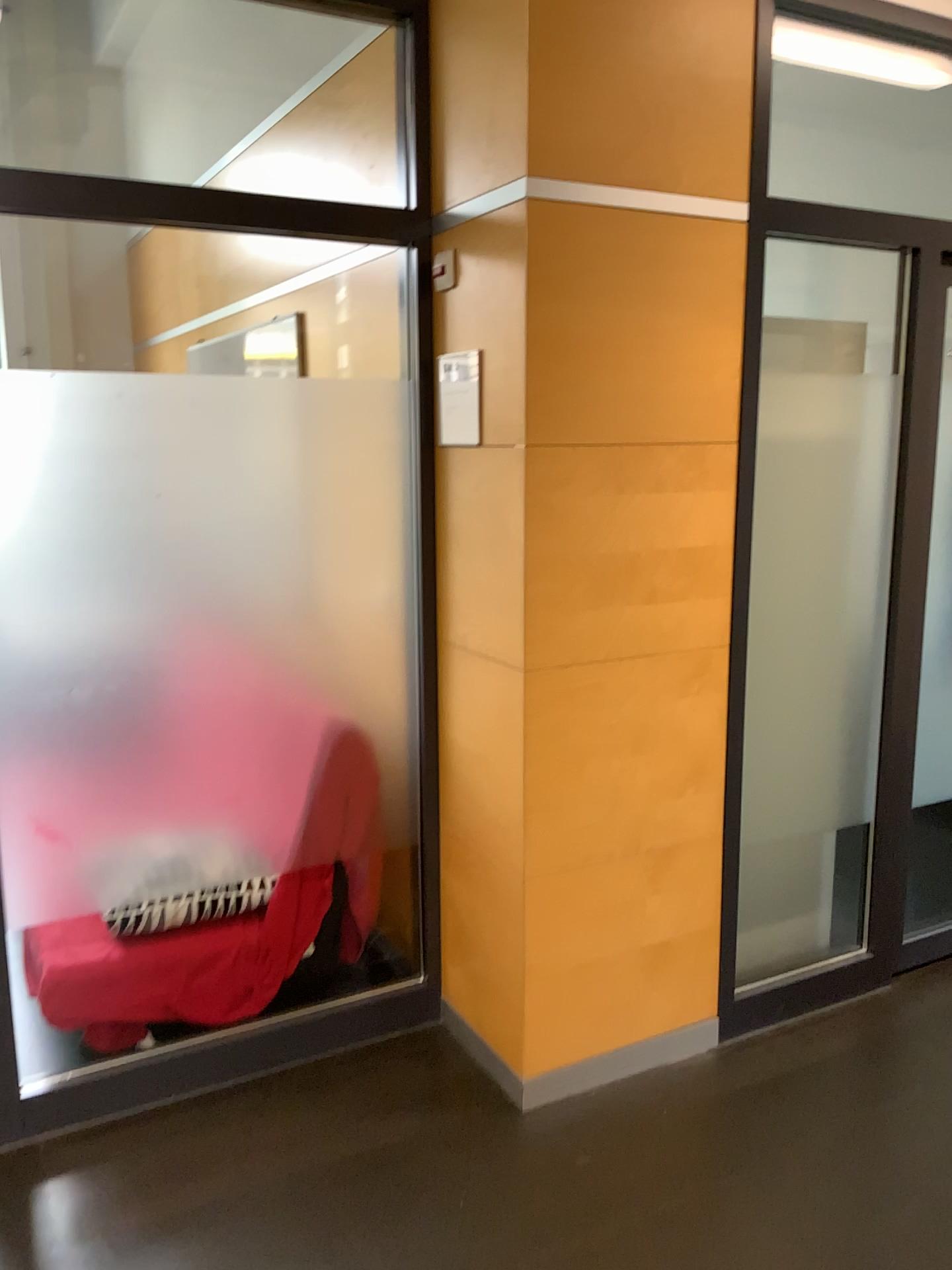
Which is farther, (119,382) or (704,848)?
(704,848)

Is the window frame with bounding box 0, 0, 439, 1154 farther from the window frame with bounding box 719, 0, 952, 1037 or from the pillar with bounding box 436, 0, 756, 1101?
the window frame with bounding box 719, 0, 952, 1037

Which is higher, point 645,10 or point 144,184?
point 645,10

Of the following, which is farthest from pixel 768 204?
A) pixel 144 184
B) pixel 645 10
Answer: pixel 144 184

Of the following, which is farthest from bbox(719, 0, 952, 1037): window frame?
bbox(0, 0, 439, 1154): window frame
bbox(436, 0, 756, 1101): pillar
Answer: bbox(0, 0, 439, 1154): window frame

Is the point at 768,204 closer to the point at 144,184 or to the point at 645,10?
the point at 645,10
